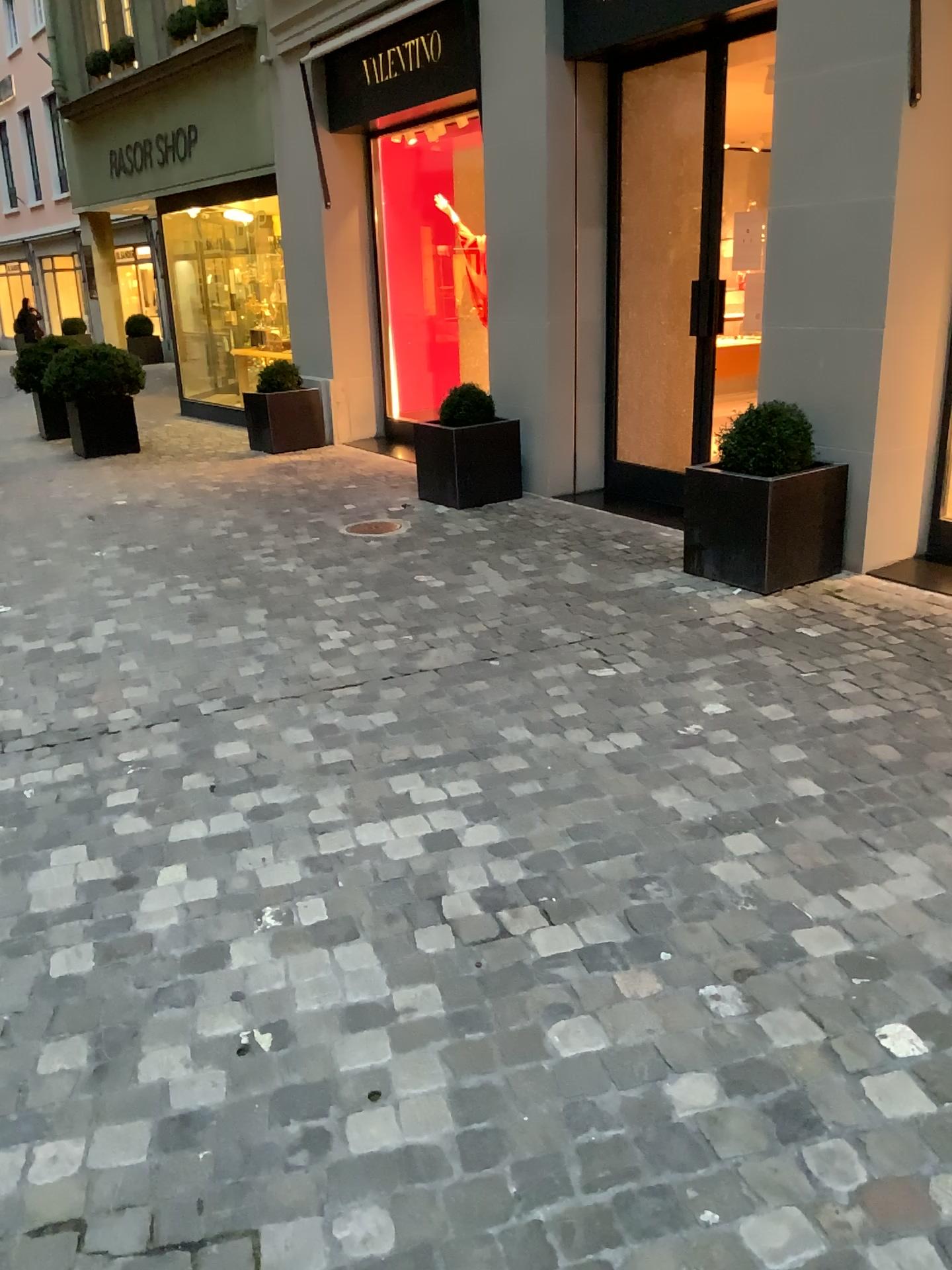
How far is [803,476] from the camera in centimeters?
453cm

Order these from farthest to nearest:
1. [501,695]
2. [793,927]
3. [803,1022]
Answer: [501,695] → [793,927] → [803,1022]

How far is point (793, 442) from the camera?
4.6 meters

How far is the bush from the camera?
4.64m

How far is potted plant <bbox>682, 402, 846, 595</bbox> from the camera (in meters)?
4.53

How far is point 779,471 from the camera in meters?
4.5

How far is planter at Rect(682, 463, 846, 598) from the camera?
4.5m
